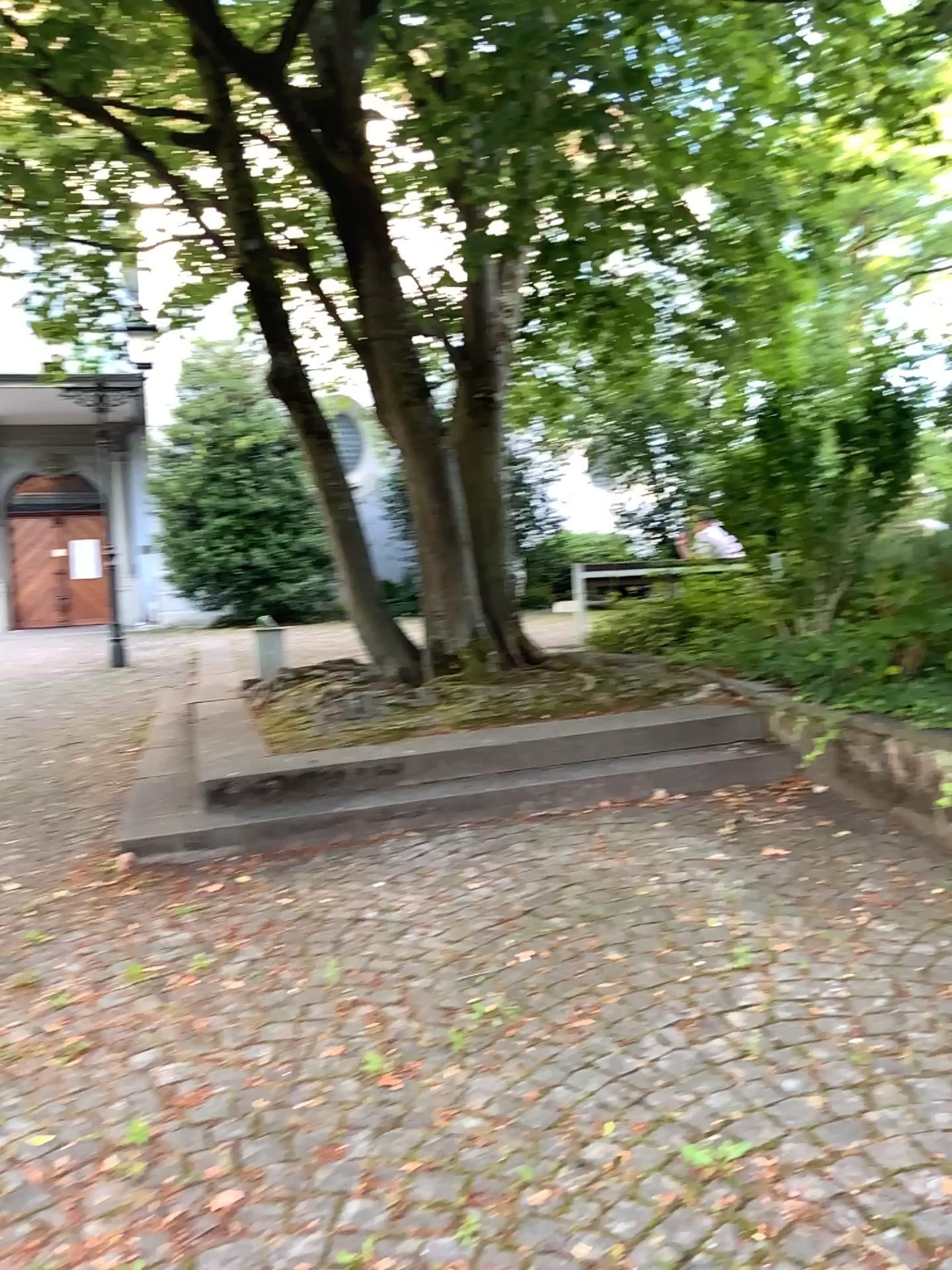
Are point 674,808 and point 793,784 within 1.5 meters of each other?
yes
